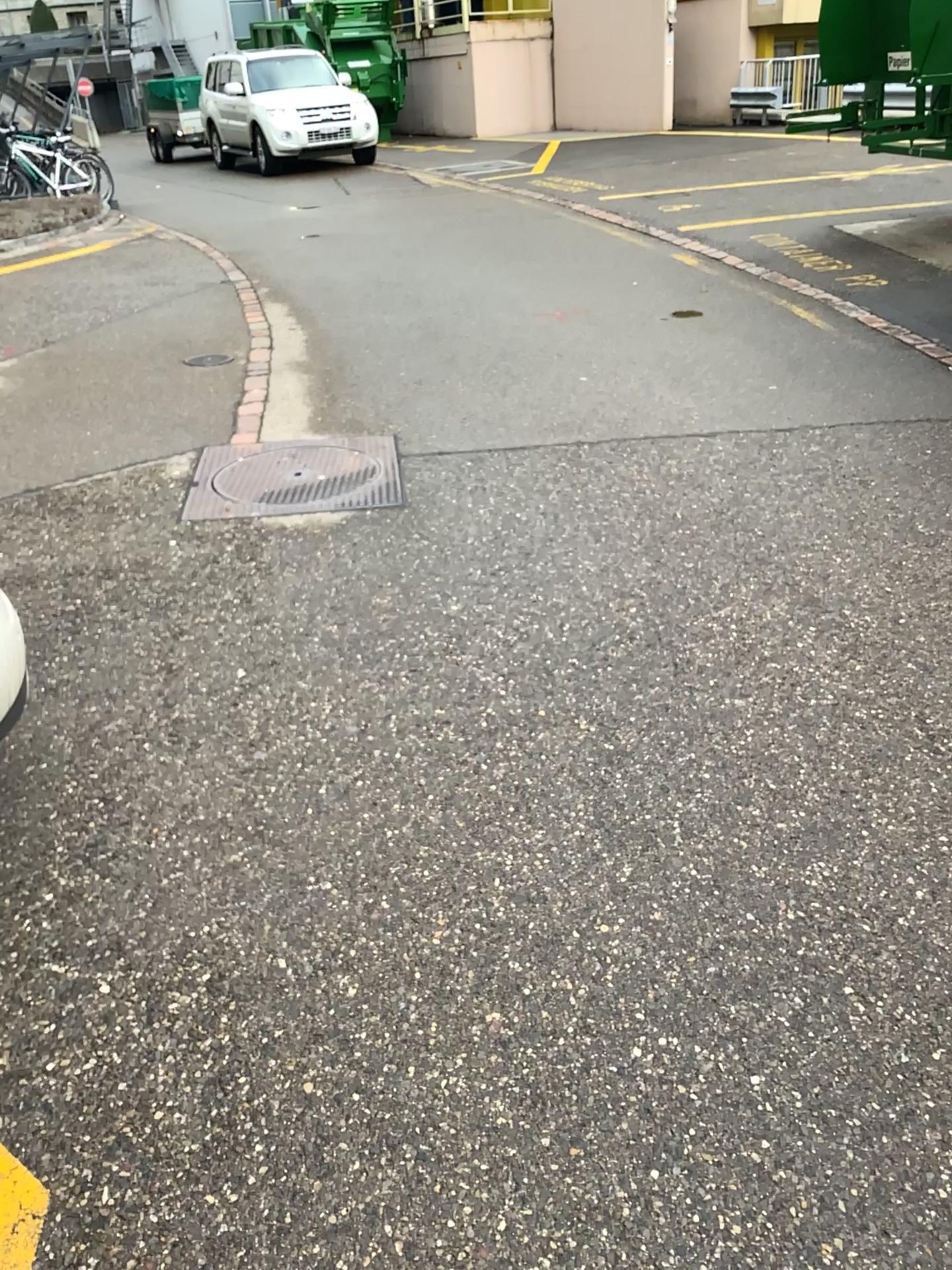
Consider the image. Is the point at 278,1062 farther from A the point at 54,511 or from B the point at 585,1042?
A the point at 54,511
